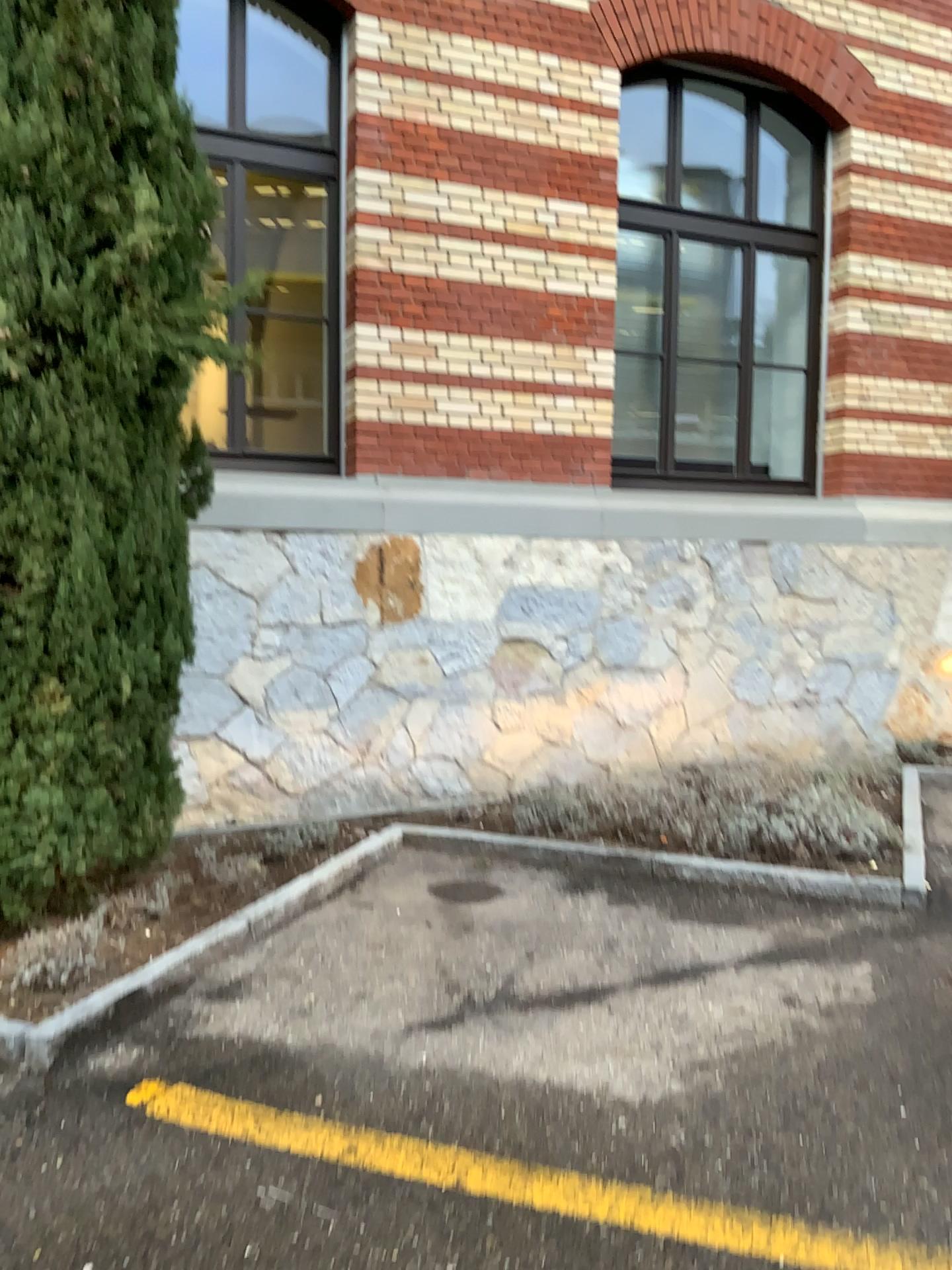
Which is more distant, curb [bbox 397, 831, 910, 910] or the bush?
curb [bbox 397, 831, 910, 910]

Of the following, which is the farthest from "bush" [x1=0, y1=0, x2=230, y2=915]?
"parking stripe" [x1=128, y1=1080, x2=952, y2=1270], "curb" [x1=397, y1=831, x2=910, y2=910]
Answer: "curb" [x1=397, y1=831, x2=910, y2=910]

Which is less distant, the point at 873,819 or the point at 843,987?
the point at 843,987

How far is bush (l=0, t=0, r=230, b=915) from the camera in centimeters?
321cm

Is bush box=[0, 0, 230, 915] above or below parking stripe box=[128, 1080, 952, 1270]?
above

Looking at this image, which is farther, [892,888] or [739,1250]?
[892,888]

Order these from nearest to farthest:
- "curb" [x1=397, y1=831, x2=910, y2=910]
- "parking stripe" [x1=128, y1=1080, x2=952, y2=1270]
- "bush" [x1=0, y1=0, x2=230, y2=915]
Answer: "parking stripe" [x1=128, y1=1080, x2=952, y2=1270] → "bush" [x1=0, y1=0, x2=230, y2=915] → "curb" [x1=397, y1=831, x2=910, y2=910]

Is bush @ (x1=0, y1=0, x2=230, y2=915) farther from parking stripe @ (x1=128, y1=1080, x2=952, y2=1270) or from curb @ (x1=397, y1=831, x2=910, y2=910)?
curb @ (x1=397, y1=831, x2=910, y2=910)

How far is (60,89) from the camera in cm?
321

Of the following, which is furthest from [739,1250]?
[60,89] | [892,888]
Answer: [60,89]
